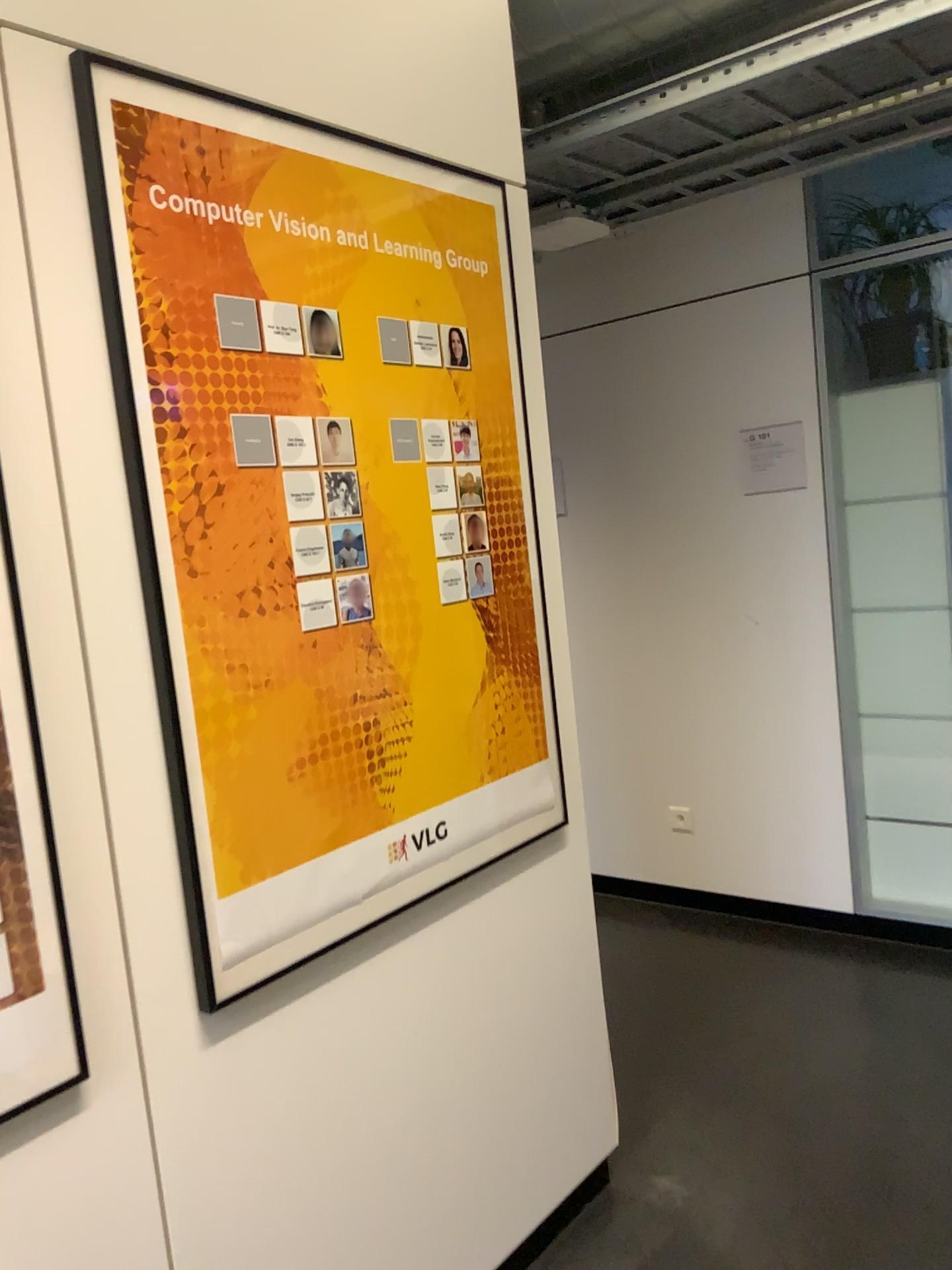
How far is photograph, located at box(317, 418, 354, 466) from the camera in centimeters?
167cm

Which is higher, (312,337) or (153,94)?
(153,94)

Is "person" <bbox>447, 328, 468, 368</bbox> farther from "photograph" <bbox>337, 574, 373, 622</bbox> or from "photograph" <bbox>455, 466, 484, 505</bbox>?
"photograph" <bbox>337, 574, 373, 622</bbox>

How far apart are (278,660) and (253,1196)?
0.8m

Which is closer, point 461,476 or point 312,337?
point 312,337

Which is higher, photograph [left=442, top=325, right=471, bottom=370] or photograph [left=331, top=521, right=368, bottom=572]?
photograph [left=442, top=325, right=471, bottom=370]

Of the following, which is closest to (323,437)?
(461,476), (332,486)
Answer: (332,486)

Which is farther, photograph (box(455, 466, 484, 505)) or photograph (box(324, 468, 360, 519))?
photograph (box(455, 466, 484, 505))

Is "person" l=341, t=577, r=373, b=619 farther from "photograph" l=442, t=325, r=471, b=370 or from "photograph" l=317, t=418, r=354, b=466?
"photograph" l=442, t=325, r=471, b=370

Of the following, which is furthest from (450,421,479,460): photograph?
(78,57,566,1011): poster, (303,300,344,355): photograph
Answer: (303,300,344,355): photograph
